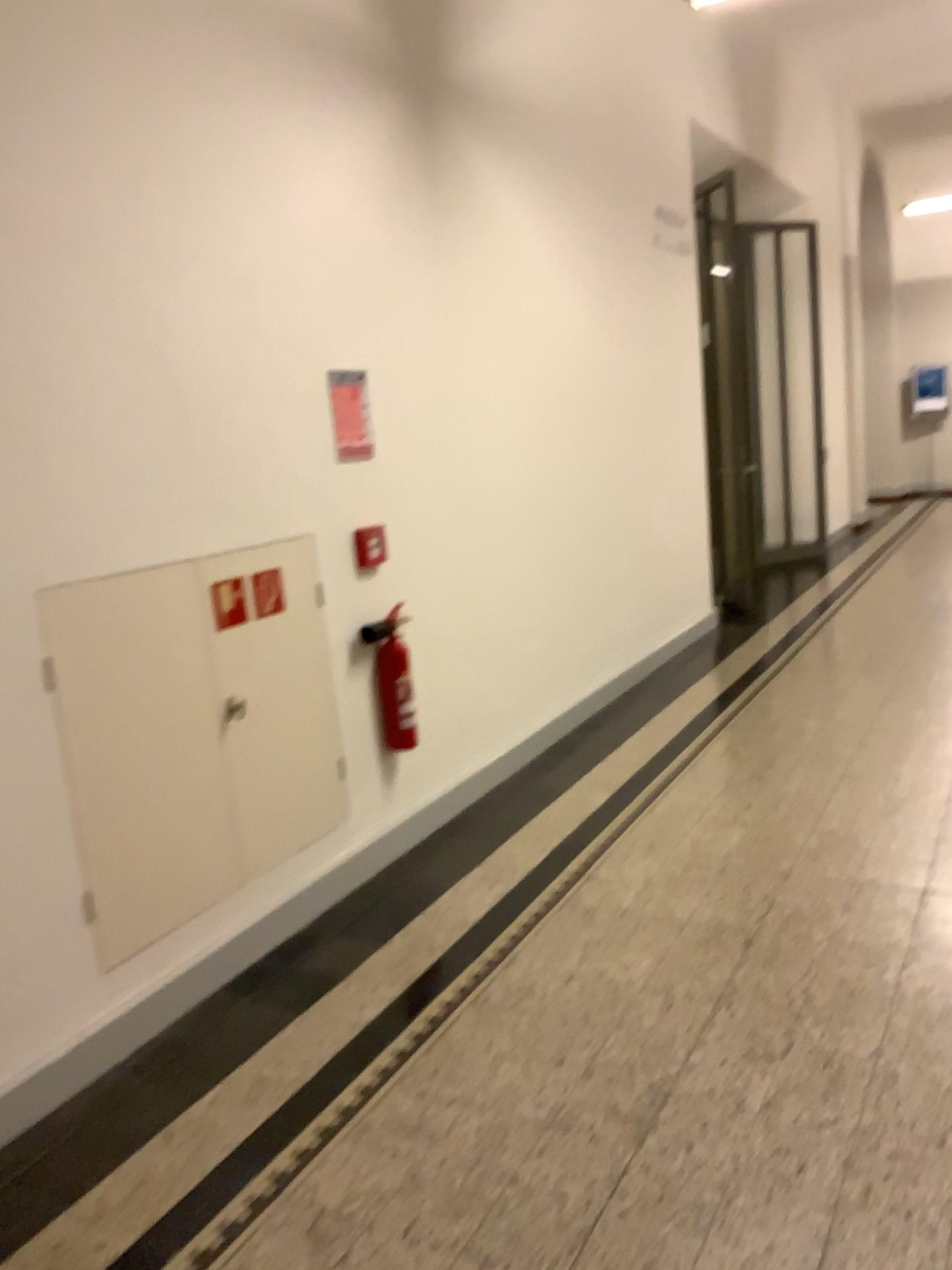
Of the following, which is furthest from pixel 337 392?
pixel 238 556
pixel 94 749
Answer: pixel 94 749

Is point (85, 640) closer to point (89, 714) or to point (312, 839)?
point (89, 714)

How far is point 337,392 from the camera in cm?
361

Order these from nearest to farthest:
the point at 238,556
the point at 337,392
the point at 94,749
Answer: the point at 94,749, the point at 238,556, the point at 337,392

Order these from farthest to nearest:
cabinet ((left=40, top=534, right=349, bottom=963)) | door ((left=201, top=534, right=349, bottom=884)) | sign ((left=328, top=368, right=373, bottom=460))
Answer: sign ((left=328, top=368, right=373, bottom=460)) < door ((left=201, top=534, right=349, bottom=884)) < cabinet ((left=40, top=534, right=349, bottom=963))

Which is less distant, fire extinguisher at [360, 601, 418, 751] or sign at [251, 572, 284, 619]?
sign at [251, 572, 284, 619]

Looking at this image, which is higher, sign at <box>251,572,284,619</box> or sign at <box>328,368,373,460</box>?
sign at <box>328,368,373,460</box>

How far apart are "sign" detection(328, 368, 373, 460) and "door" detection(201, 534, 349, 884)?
0.4 meters

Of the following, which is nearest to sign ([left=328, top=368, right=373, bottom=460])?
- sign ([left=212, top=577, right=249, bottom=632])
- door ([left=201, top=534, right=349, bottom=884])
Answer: door ([left=201, top=534, right=349, bottom=884])

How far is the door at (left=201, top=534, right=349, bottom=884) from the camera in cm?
318
